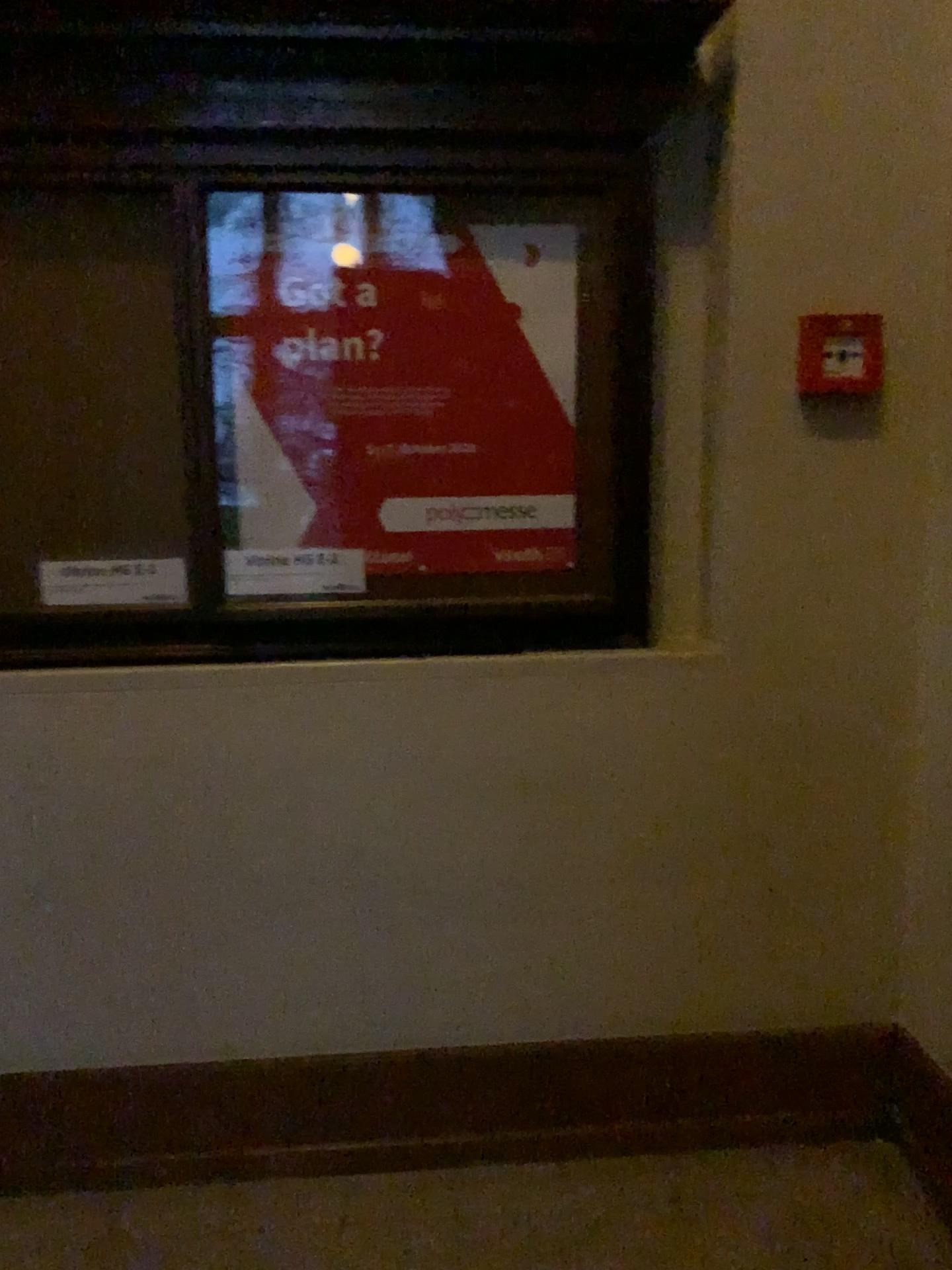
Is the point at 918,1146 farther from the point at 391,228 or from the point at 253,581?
the point at 391,228

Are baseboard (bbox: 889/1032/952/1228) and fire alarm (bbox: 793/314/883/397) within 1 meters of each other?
no

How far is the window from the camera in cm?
177

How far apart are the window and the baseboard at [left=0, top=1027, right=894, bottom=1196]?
0.8 meters

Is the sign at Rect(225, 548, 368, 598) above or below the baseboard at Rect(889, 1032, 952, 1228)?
above

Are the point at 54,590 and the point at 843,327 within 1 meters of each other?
no

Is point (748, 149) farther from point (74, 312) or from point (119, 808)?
point (119, 808)

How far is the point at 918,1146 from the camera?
2.0 meters

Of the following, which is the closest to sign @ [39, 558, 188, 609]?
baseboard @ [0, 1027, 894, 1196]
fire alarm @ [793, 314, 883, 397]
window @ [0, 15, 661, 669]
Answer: window @ [0, 15, 661, 669]

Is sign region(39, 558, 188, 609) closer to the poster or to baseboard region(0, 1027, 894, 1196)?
the poster
